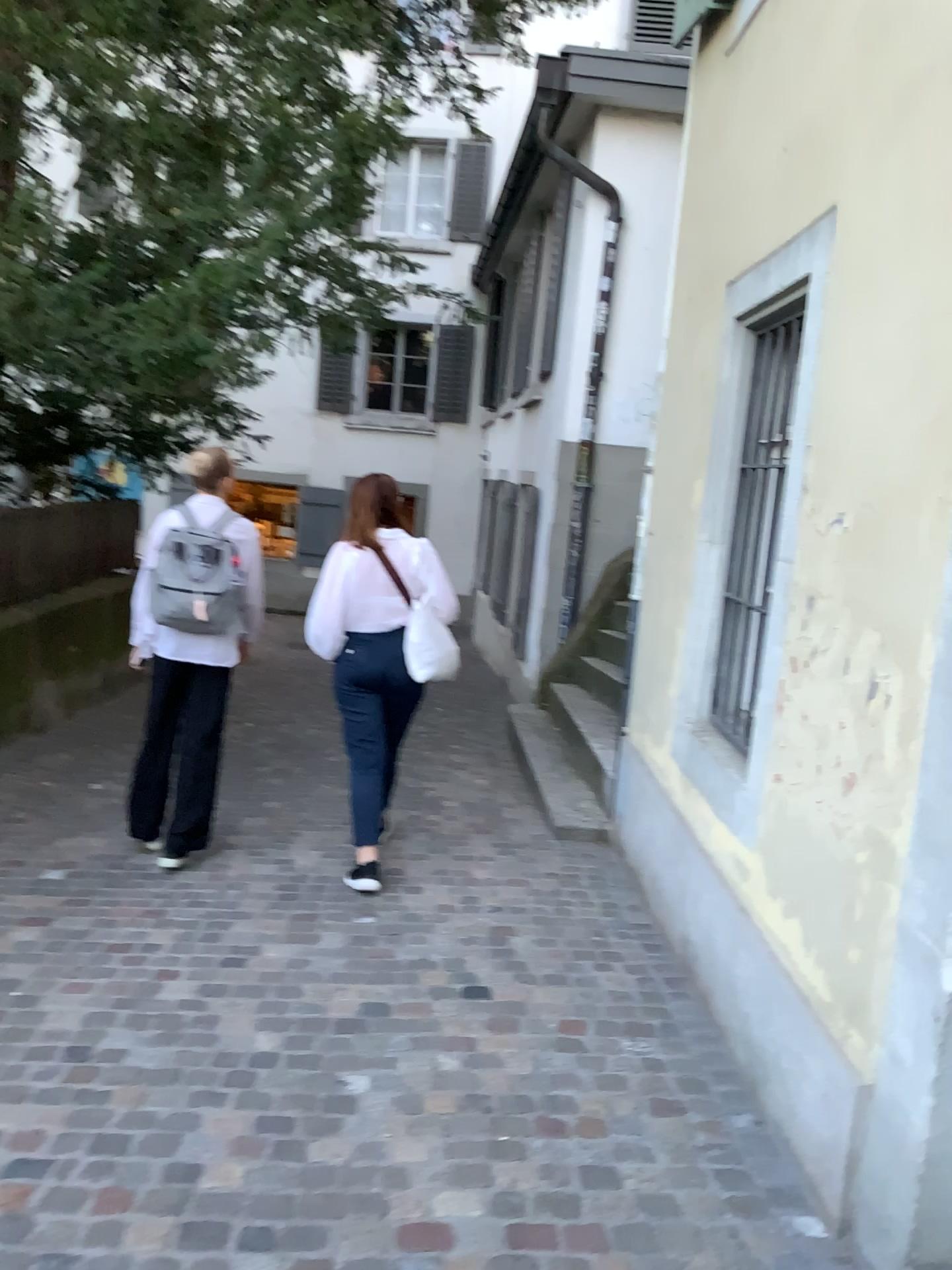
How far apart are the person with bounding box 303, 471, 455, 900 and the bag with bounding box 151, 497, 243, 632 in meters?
0.4 m

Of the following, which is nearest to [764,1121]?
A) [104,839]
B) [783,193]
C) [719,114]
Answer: [783,193]

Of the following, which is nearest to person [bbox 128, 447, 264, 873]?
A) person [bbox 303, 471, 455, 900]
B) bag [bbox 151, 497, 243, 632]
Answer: bag [bbox 151, 497, 243, 632]

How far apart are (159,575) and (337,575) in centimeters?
70cm

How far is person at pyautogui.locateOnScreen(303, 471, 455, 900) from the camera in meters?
4.2 m

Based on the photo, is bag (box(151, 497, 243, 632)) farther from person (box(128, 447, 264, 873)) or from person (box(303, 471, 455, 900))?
person (box(303, 471, 455, 900))

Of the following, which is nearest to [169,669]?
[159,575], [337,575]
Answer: [159,575]

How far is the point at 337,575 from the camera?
4.20m
